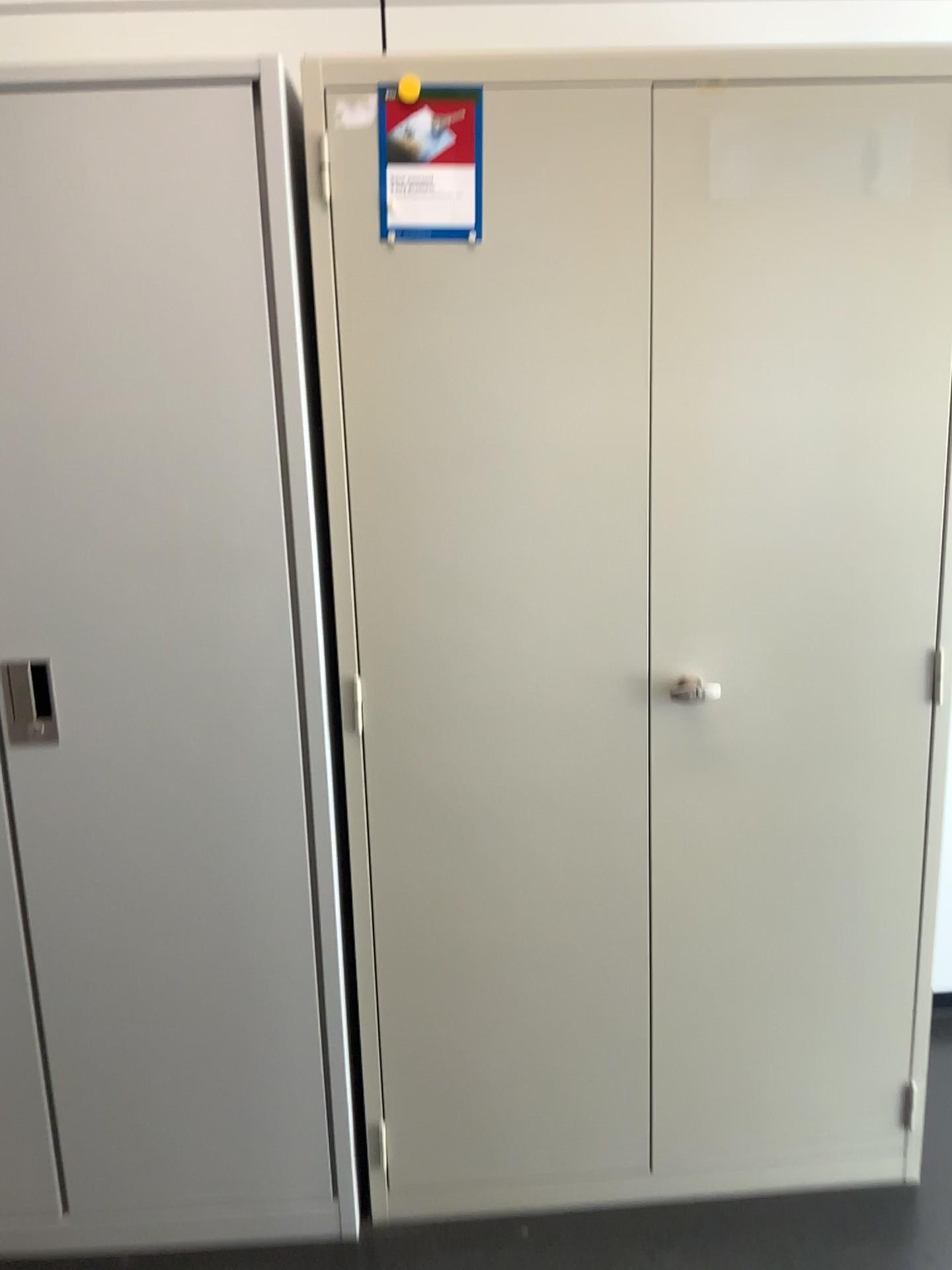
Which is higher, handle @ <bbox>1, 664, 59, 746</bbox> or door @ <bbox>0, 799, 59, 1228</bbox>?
handle @ <bbox>1, 664, 59, 746</bbox>

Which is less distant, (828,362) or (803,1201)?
(828,362)

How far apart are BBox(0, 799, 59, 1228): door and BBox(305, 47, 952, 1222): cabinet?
0.54m

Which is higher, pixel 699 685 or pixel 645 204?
pixel 645 204

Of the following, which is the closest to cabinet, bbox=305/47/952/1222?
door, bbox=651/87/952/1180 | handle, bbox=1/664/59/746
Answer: door, bbox=651/87/952/1180

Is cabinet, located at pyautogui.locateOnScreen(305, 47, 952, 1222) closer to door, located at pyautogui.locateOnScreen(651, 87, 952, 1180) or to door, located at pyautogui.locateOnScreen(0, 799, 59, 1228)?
door, located at pyautogui.locateOnScreen(651, 87, 952, 1180)

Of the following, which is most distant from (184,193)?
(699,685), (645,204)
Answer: (699,685)

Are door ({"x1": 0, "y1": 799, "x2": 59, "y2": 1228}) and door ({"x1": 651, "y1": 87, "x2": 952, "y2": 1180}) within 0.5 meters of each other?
no

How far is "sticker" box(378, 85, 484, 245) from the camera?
1.51m

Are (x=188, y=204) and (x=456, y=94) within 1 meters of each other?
yes
